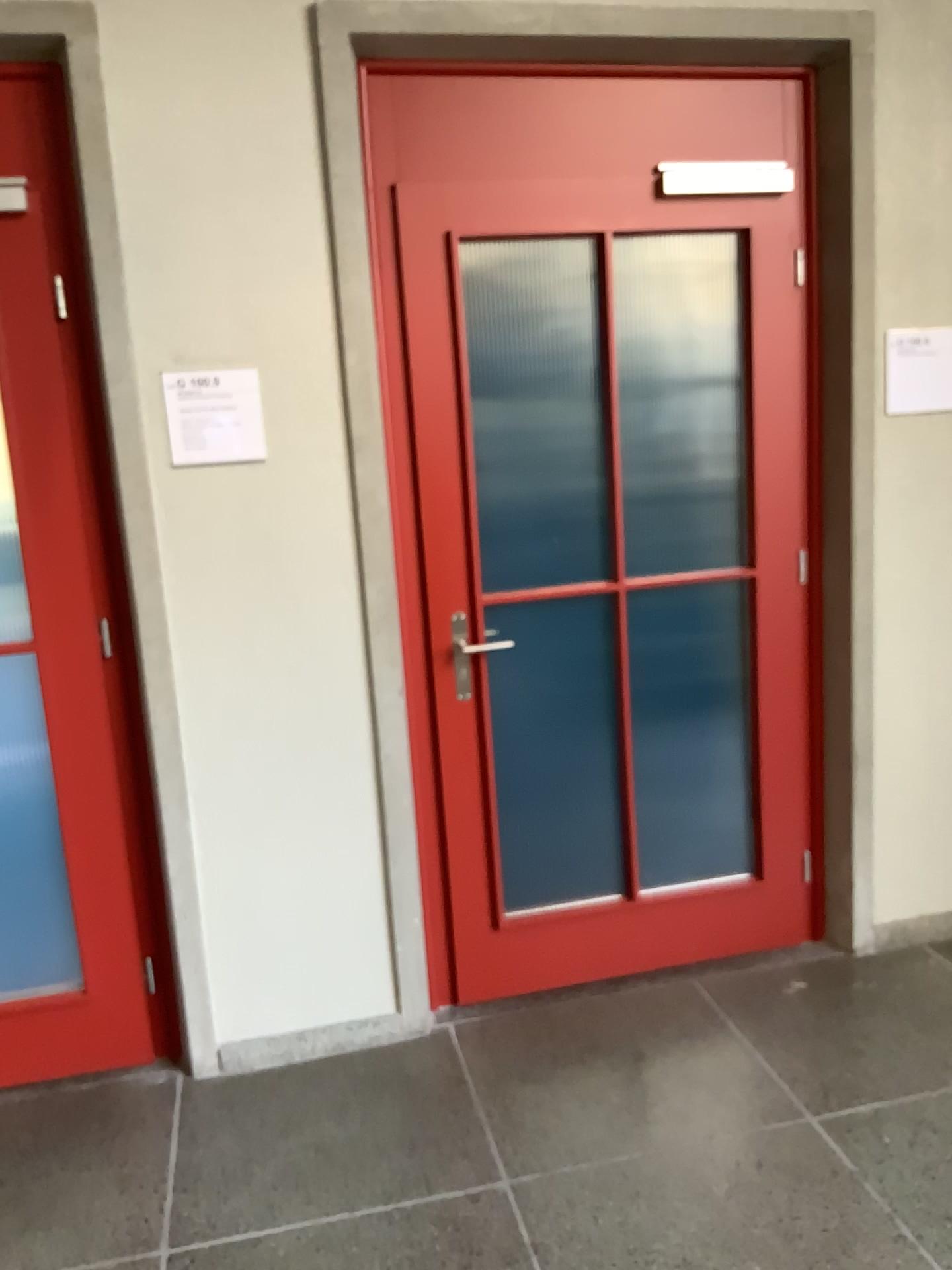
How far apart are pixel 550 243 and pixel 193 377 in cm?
92

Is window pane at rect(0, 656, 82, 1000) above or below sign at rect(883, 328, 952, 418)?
below

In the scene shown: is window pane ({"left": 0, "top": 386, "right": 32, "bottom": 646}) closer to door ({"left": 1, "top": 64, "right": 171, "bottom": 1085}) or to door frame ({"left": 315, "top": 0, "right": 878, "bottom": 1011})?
door ({"left": 1, "top": 64, "right": 171, "bottom": 1085})

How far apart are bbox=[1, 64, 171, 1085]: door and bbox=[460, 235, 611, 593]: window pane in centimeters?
89cm

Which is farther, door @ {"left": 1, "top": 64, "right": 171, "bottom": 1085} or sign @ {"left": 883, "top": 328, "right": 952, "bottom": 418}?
sign @ {"left": 883, "top": 328, "right": 952, "bottom": 418}

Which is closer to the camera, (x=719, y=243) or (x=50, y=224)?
(x=50, y=224)

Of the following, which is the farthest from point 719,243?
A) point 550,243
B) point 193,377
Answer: point 193,377

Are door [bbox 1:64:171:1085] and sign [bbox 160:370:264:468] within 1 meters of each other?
yes

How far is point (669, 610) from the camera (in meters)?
3.06

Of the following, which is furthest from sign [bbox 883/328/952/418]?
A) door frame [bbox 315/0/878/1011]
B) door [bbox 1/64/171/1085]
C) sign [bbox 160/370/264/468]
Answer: door [bbox 1/64/171/1085]
